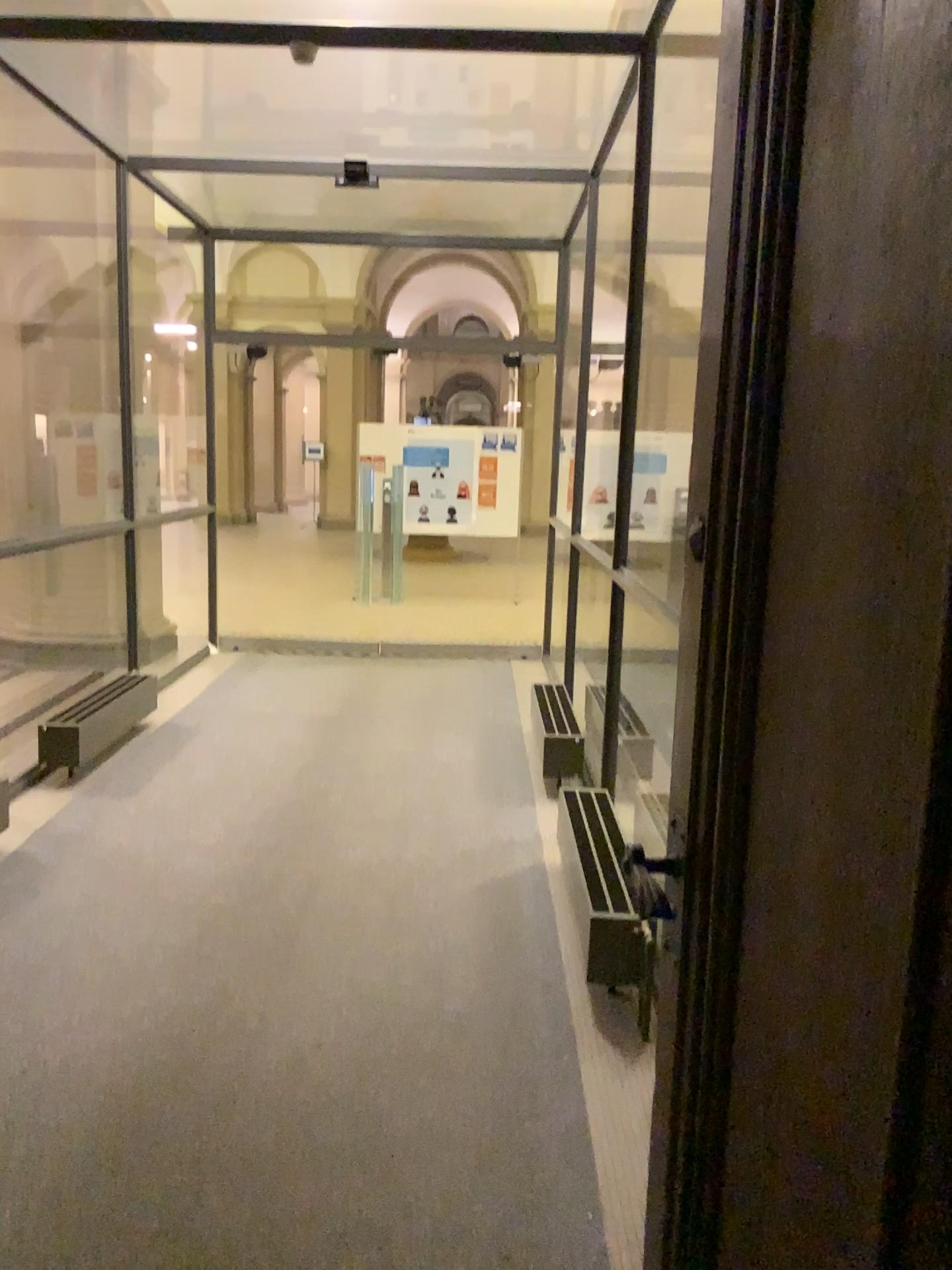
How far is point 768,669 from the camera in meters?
→ 1.1
